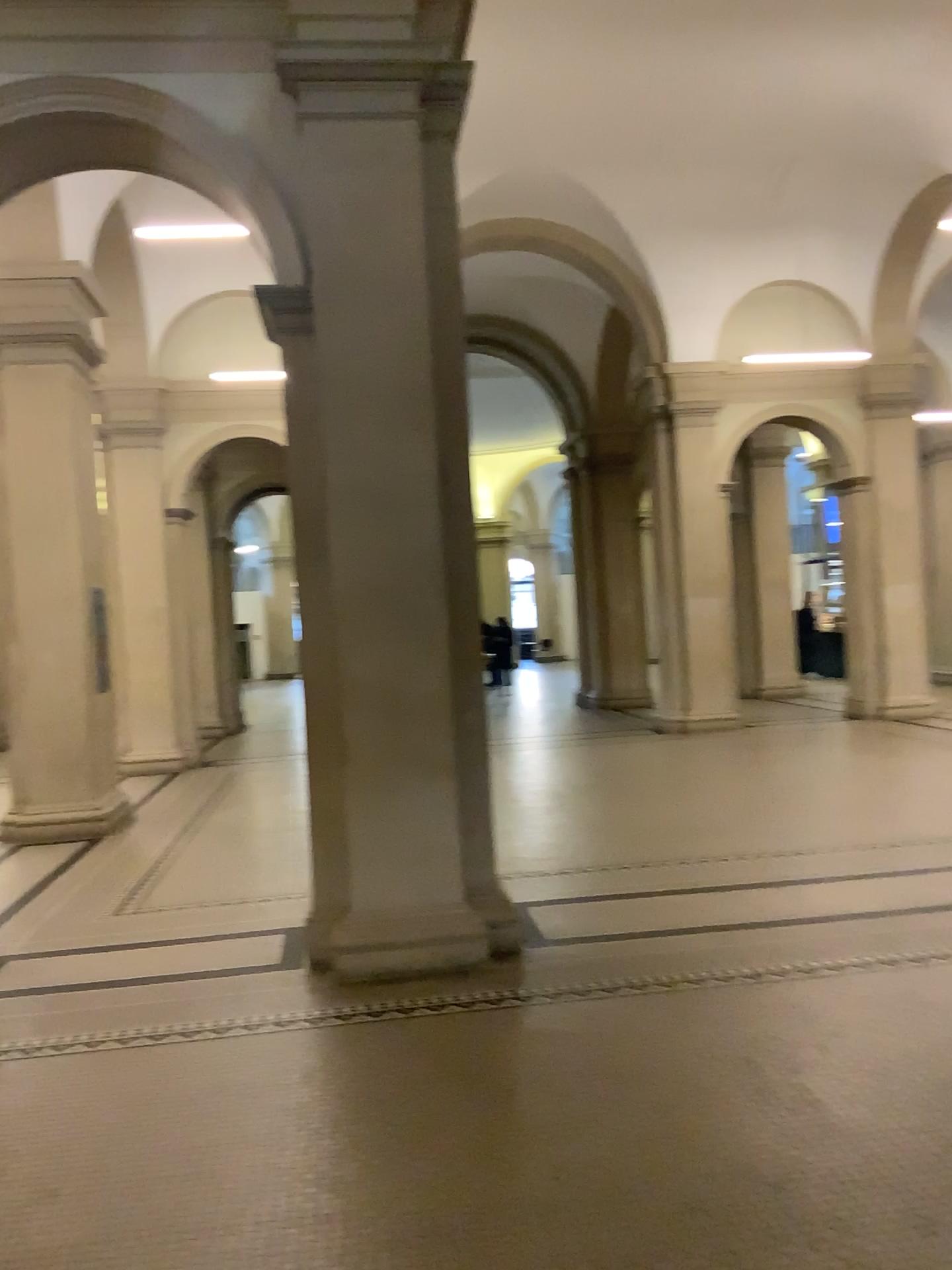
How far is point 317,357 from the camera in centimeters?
484cm

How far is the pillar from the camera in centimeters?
484cm

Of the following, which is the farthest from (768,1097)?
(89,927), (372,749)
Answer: (89,927)
